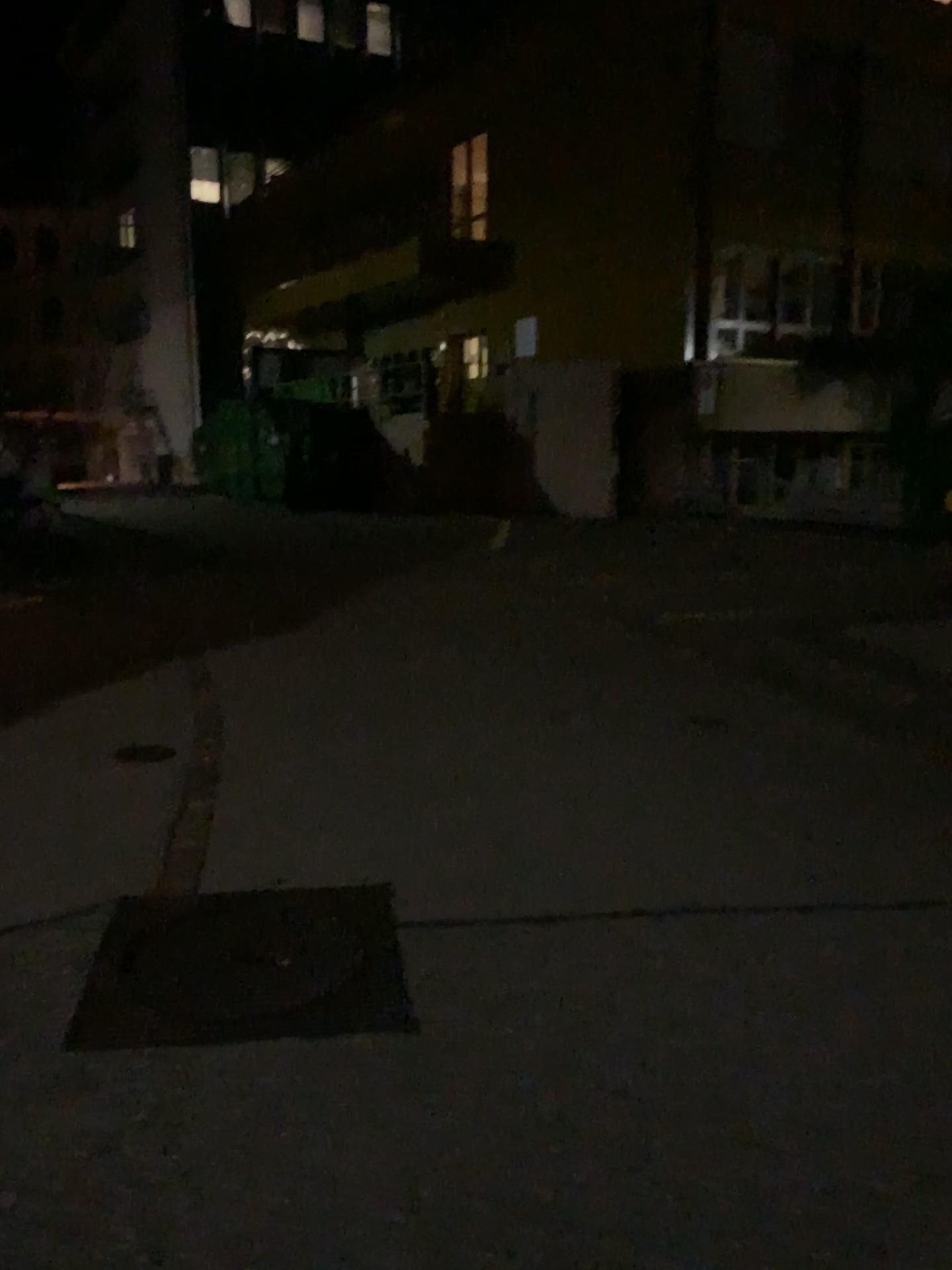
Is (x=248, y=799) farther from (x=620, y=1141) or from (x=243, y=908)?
(x=620, y=1141)
